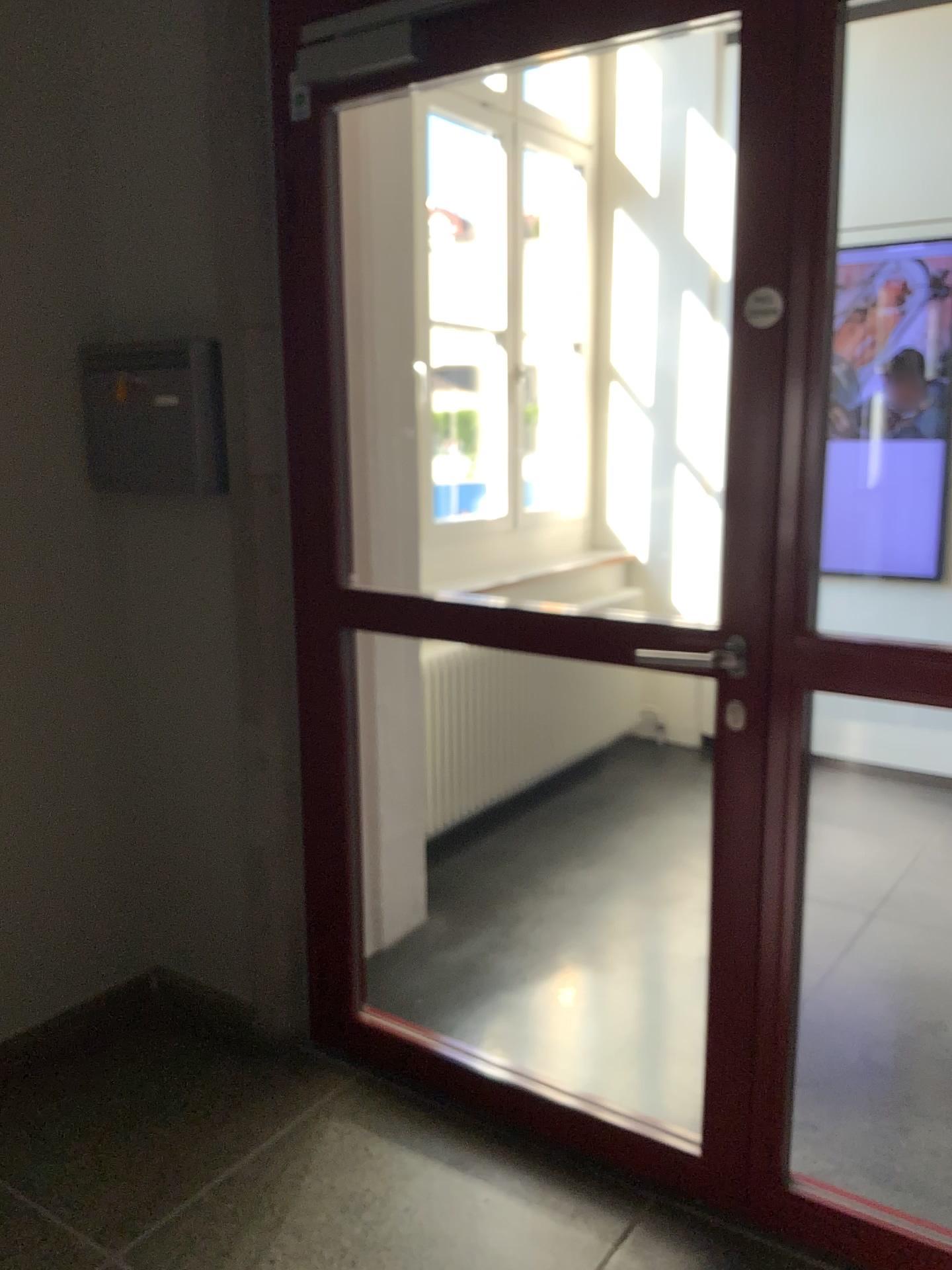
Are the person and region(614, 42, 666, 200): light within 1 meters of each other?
no

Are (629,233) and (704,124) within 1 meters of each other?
yes

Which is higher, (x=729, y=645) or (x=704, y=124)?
(x=704, y=124)

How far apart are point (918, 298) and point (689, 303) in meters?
0.9 m

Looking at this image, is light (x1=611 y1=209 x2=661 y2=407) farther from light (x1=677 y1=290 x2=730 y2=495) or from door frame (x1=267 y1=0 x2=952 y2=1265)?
door frame (x1=267 y1=0 x2=952 y2=1265)

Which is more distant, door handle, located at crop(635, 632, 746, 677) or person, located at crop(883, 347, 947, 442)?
person, located at crop(883, 347, 947, 442)

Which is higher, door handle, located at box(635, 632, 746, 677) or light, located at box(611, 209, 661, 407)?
light, located at box(611, 209, 661, 407)

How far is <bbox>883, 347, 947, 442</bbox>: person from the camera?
3.99m

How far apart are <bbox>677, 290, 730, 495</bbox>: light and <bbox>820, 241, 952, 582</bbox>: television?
0.5 meters

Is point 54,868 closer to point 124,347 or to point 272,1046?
point 272,1046
